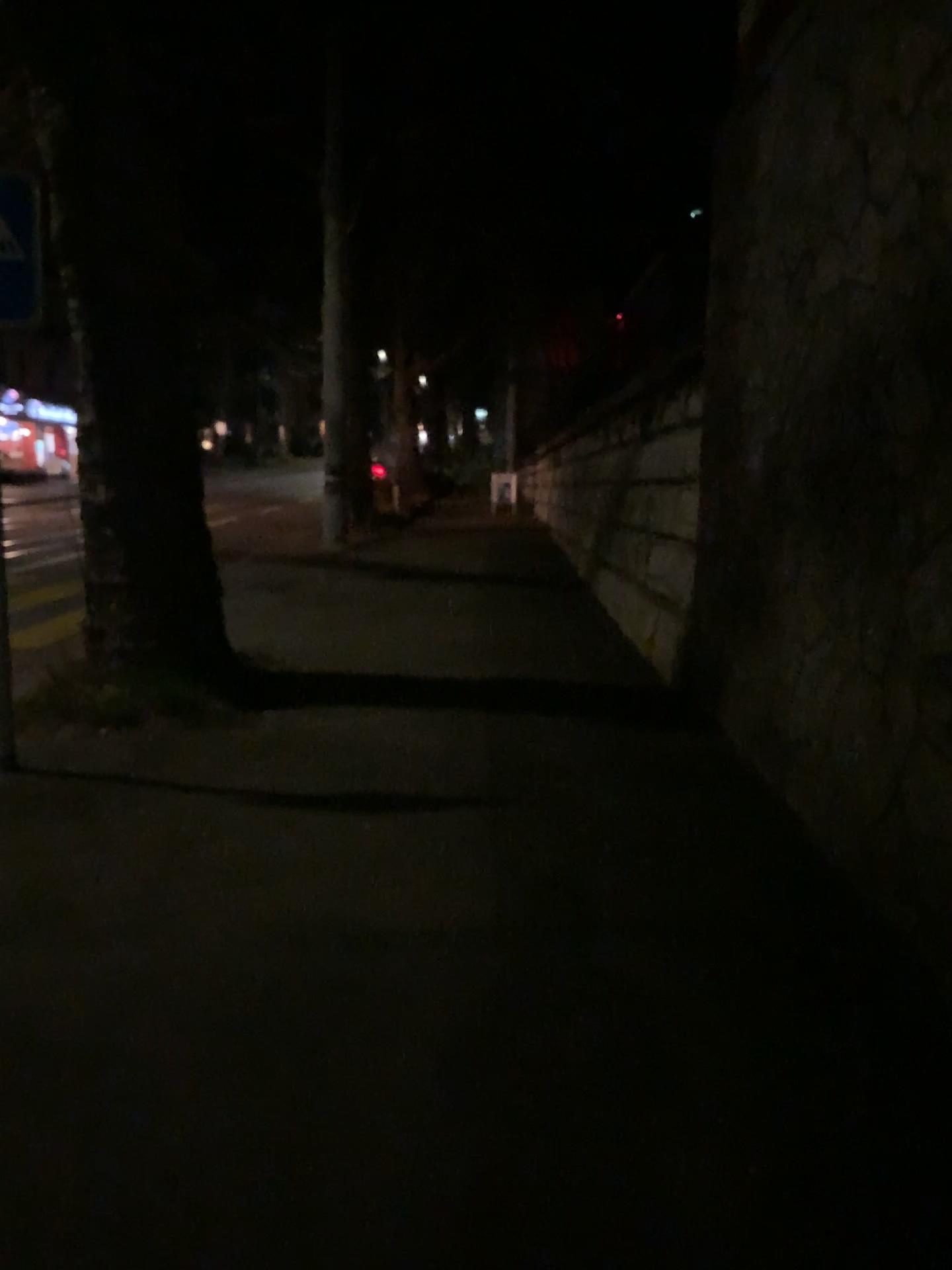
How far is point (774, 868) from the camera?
4.1m
